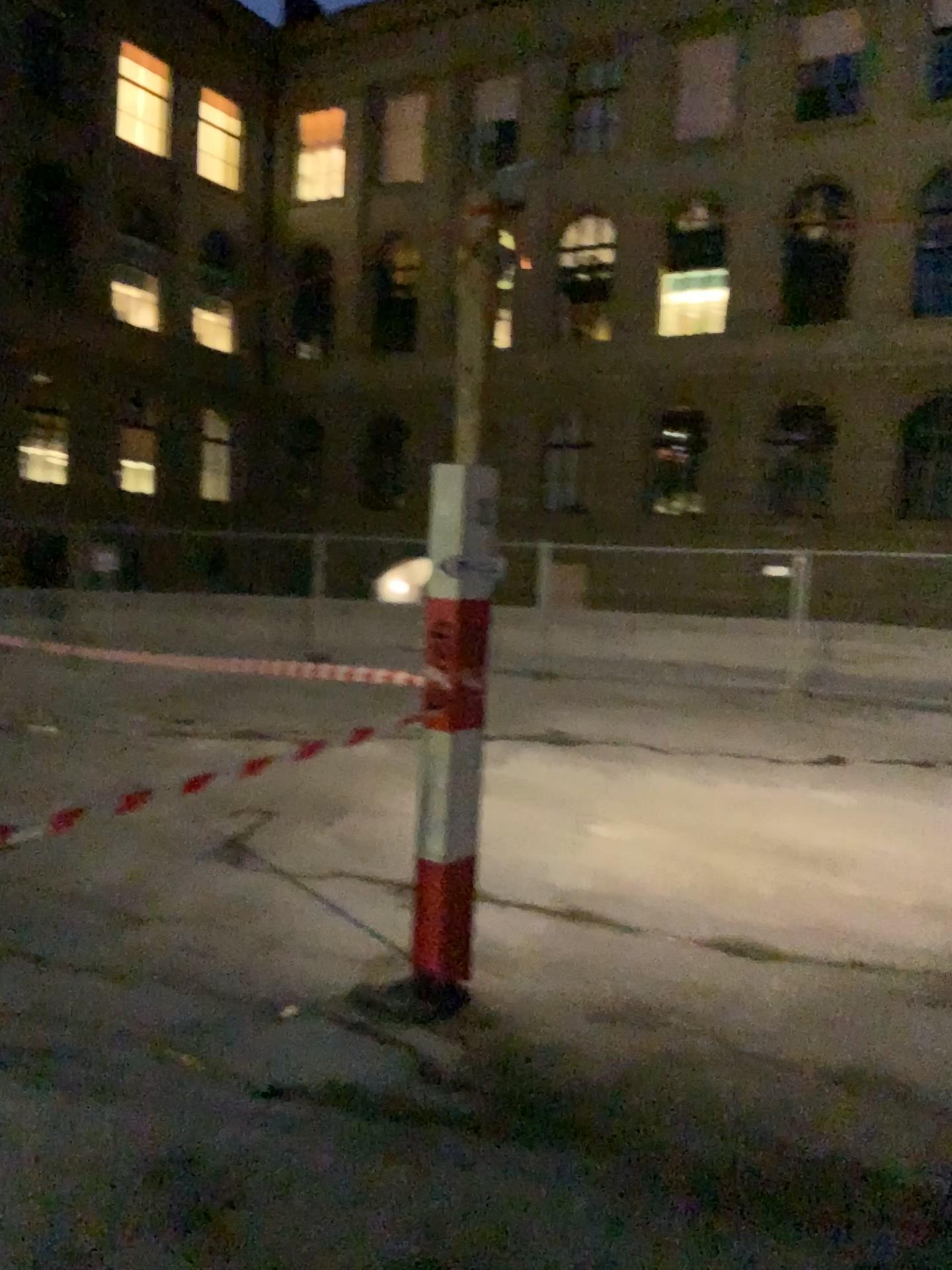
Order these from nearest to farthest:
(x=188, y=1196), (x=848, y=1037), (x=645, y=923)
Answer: (x=188, y=1196) → (x=848, y=1037) → (x=645, y=923)
